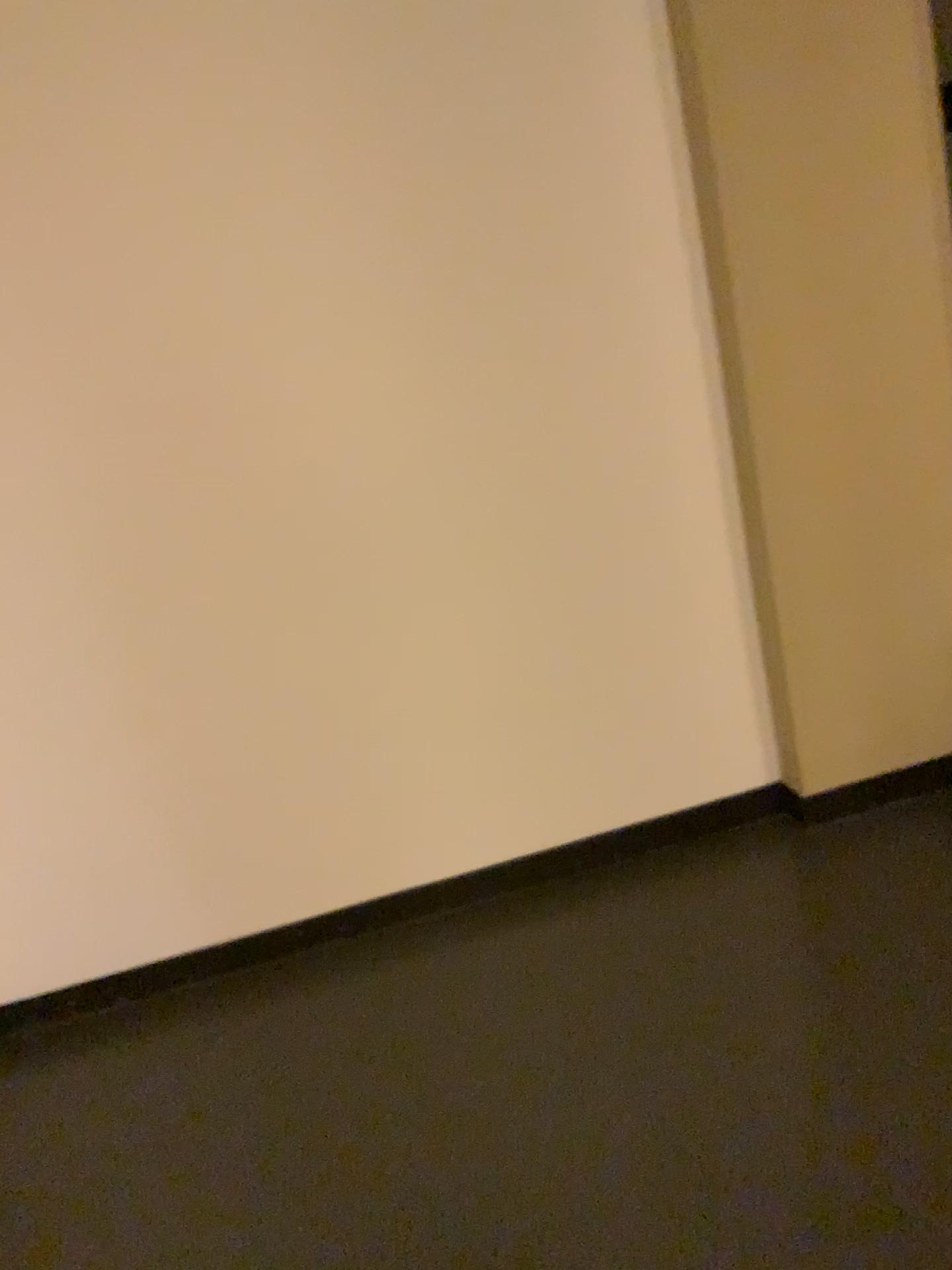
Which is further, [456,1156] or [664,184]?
[664,184]
